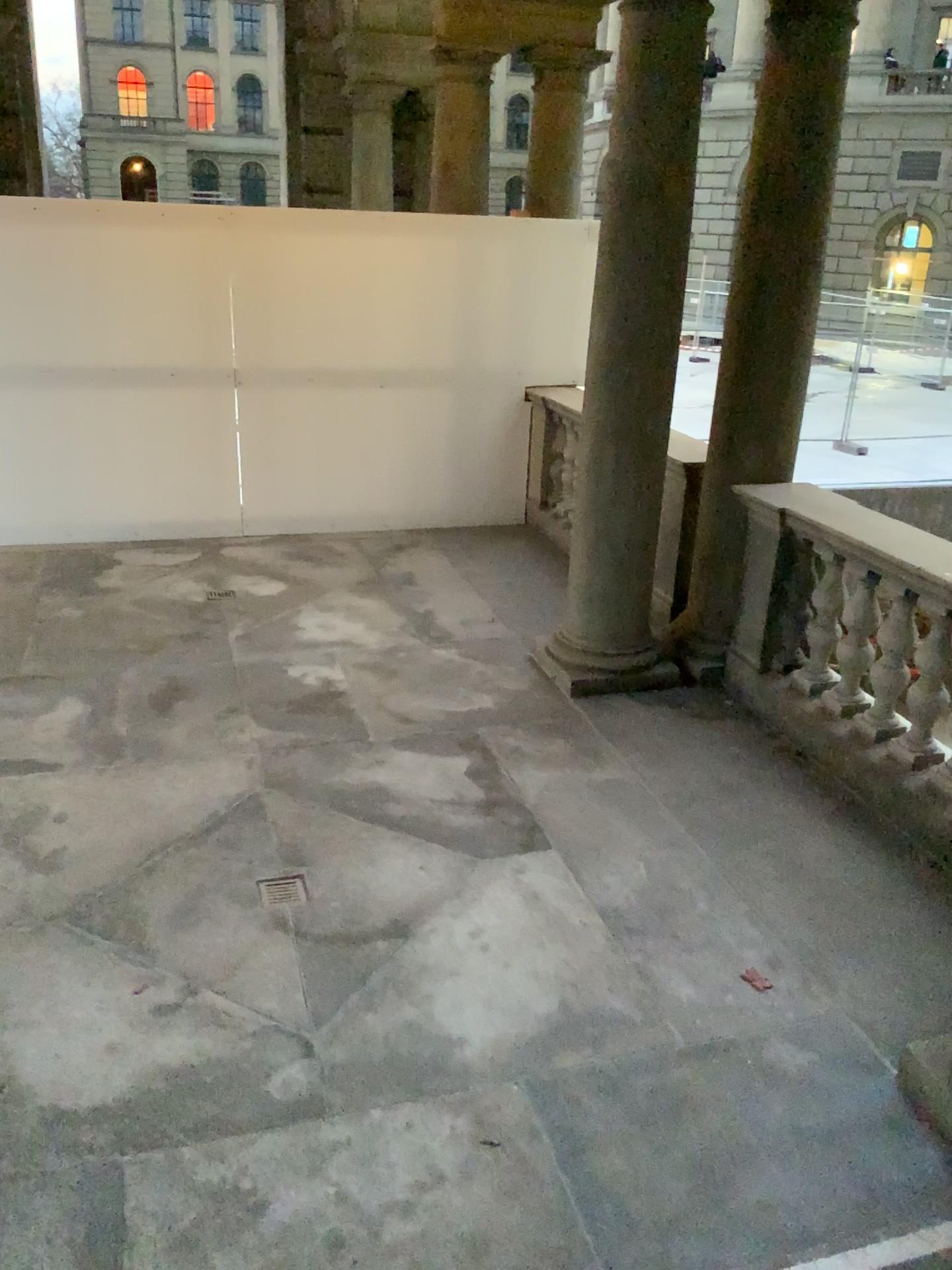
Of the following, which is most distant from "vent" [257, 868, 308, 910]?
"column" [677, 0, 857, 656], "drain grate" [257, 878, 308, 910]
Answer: "column" [677, 0, 857, 656]

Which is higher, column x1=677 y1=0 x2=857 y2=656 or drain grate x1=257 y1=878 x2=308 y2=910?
column x1=677 y1=0 x2=857 y2=656

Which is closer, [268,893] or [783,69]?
[268,893]

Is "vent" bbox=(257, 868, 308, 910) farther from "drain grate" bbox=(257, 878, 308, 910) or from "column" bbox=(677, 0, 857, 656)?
"column" bbox=(677, 0, 857, 656)

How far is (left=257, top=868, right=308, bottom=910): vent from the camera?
3.5 meters

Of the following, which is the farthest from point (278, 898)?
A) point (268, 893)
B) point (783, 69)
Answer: point (783, 69)

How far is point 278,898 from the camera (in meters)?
3.45

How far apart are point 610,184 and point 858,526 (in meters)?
1.74

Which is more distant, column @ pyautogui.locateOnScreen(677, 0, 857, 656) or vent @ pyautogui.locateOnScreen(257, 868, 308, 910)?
column @ pyautogui.locateOnScreen(677, 0, 857, 656)
